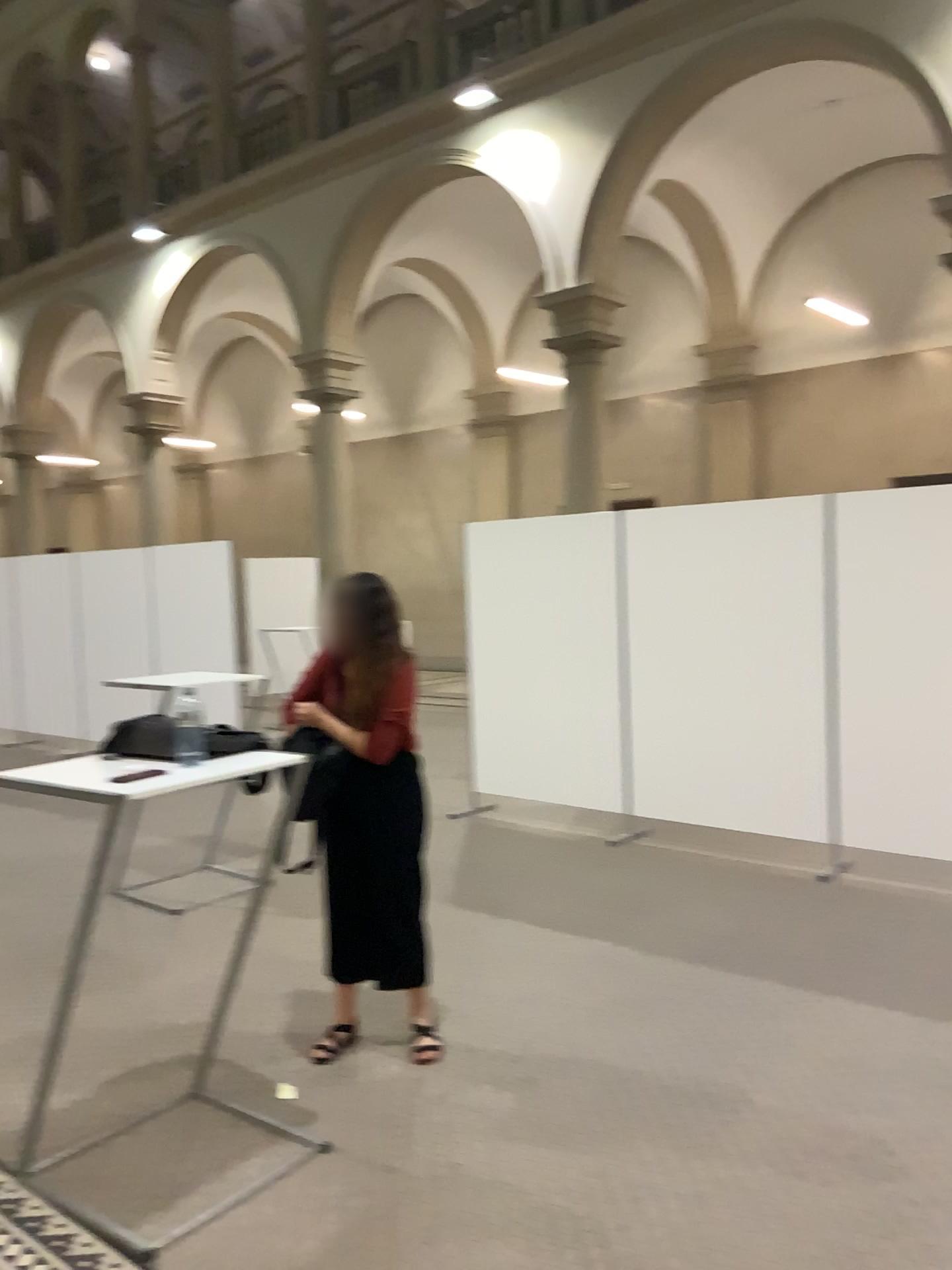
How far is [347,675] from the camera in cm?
340

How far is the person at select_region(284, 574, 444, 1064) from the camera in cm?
333

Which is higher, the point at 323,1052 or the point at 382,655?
the point at 382,655

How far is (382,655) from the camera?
3.3m
